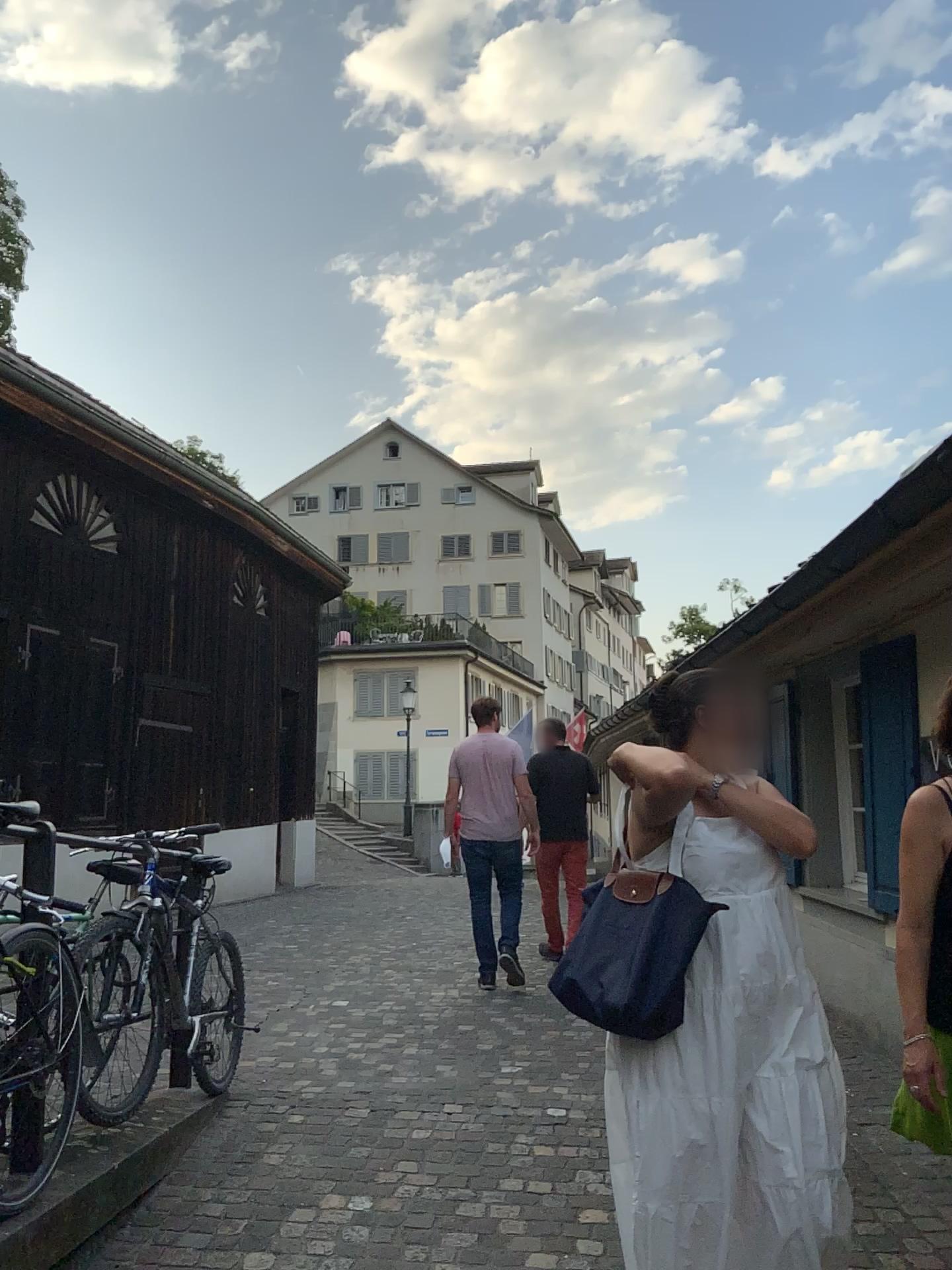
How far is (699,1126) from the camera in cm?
224

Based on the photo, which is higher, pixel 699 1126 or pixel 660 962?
pixel 660 962

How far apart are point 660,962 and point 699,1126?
0.36m

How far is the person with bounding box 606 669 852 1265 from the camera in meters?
2.2 m

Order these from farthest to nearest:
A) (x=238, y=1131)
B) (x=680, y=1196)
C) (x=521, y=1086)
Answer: (x=521, y=1086) < (x=238, y=1131) < (x=680, y=1196)

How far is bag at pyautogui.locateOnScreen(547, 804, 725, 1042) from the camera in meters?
2.2
